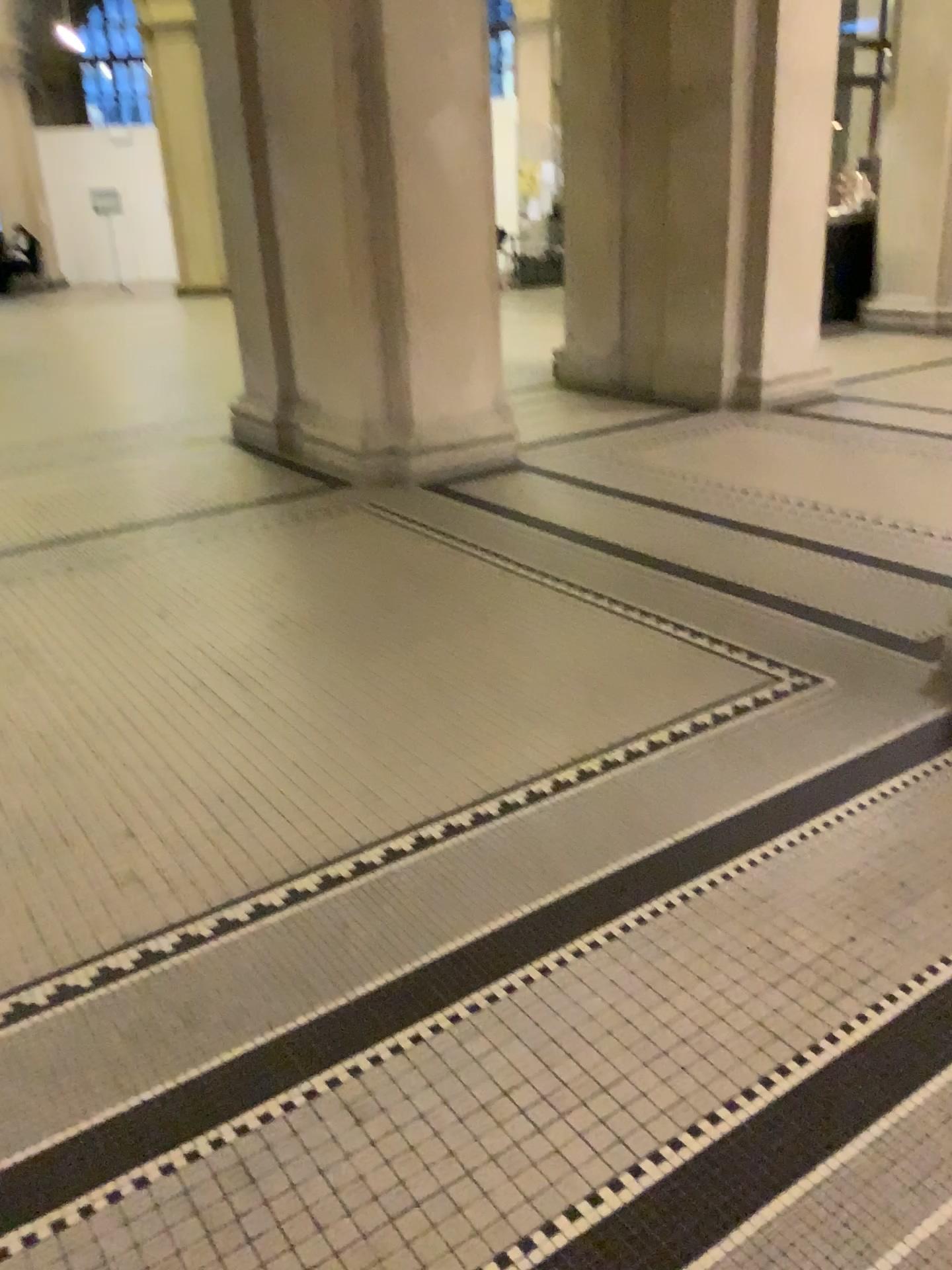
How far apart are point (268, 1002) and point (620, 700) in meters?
1.4 m
